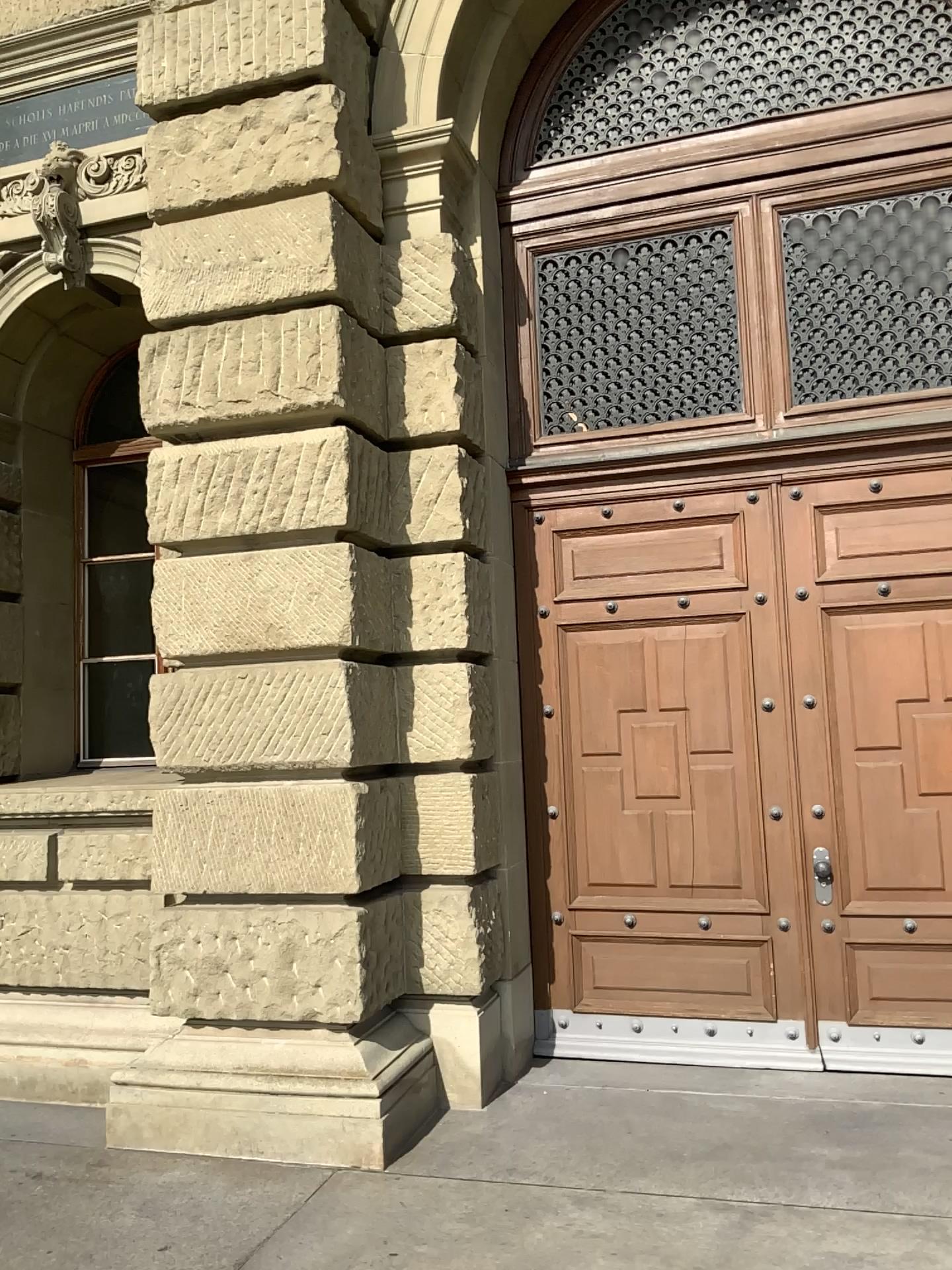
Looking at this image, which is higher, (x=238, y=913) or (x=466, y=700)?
(x=466, y=700)
